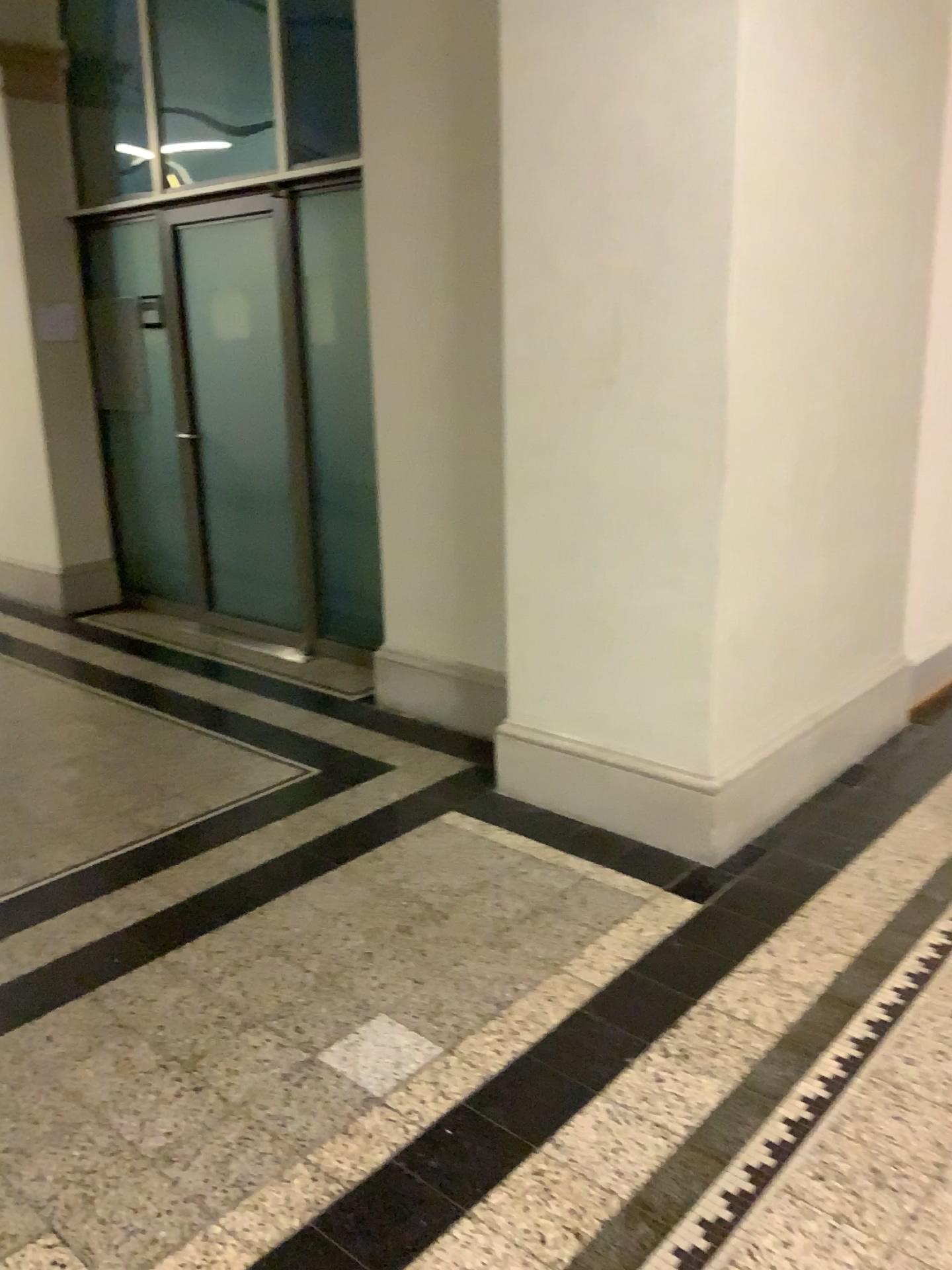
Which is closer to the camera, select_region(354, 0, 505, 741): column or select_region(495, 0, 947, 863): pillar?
select_region(495, 0, 947, 863): pillar

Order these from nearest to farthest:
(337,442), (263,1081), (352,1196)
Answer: (352,1196), (263,1081), (337,442)

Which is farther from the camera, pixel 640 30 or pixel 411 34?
pixel 411 34
